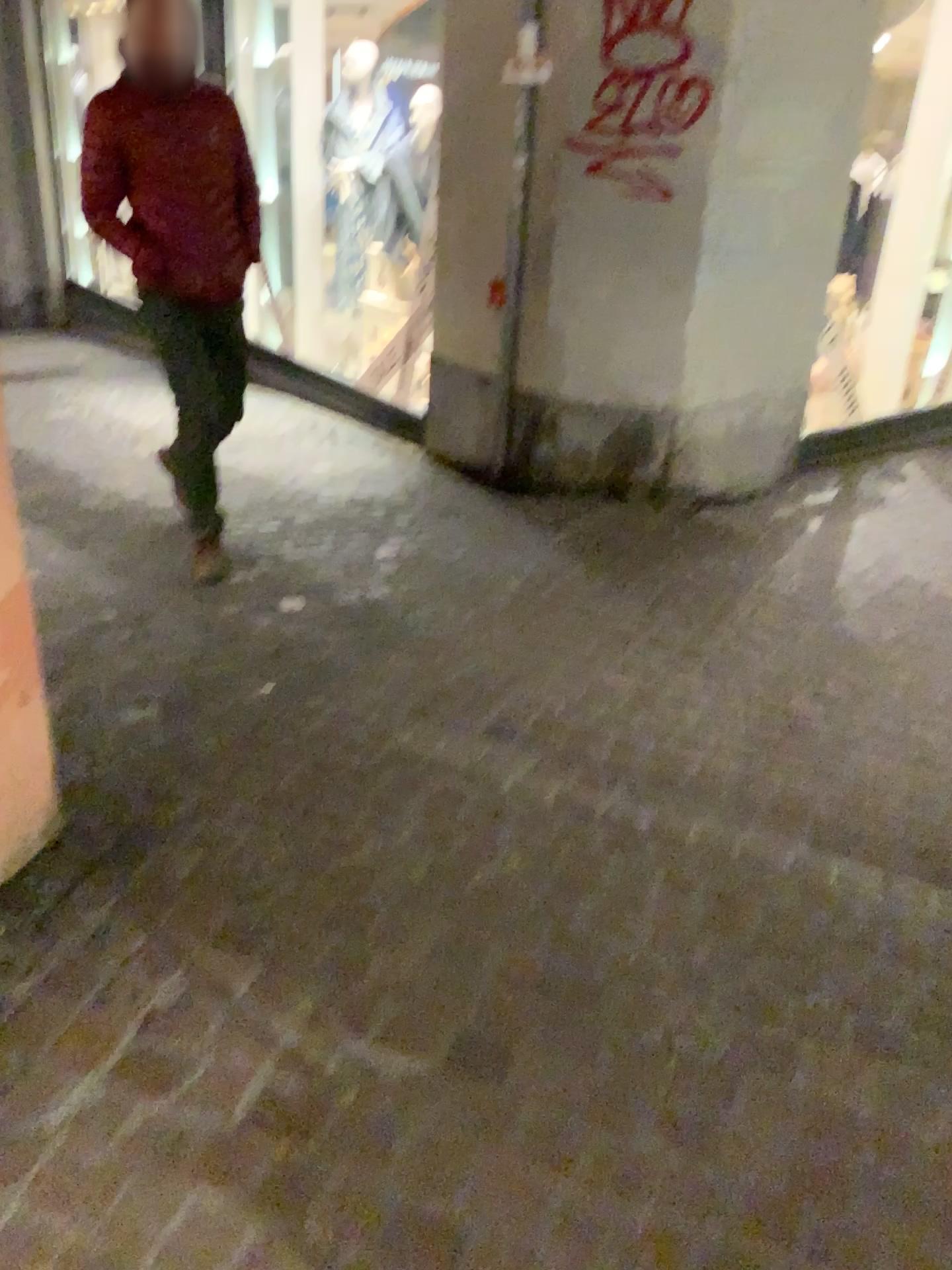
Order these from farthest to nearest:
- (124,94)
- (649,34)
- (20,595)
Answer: (649,34), (124,94), (20,595)

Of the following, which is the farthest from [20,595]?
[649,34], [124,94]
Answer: [649,34]

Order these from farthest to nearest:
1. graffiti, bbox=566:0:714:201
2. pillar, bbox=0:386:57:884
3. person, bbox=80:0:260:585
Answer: graffiti, bbox=566:0:714:201, person, bbox=80:0:260:585, pillar, bbox=0:386:57:884

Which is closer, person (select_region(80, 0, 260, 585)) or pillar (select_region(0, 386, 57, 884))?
pillar (select_region(0, 386, 57, 884))

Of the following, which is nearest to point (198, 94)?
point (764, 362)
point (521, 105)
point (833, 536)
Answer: point (521, 105)

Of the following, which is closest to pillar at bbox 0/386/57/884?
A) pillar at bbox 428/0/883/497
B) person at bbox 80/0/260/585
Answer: person at bbox 80/0/260/585

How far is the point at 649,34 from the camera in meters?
3.9 m

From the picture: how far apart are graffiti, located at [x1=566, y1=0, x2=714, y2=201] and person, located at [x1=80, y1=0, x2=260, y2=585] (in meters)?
1.48

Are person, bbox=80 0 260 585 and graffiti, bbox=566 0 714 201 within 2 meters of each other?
yes

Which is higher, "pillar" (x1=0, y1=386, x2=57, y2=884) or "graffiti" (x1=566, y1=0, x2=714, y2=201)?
"graffiti" (x1=566, y1=0, x2=714, y2=201)
